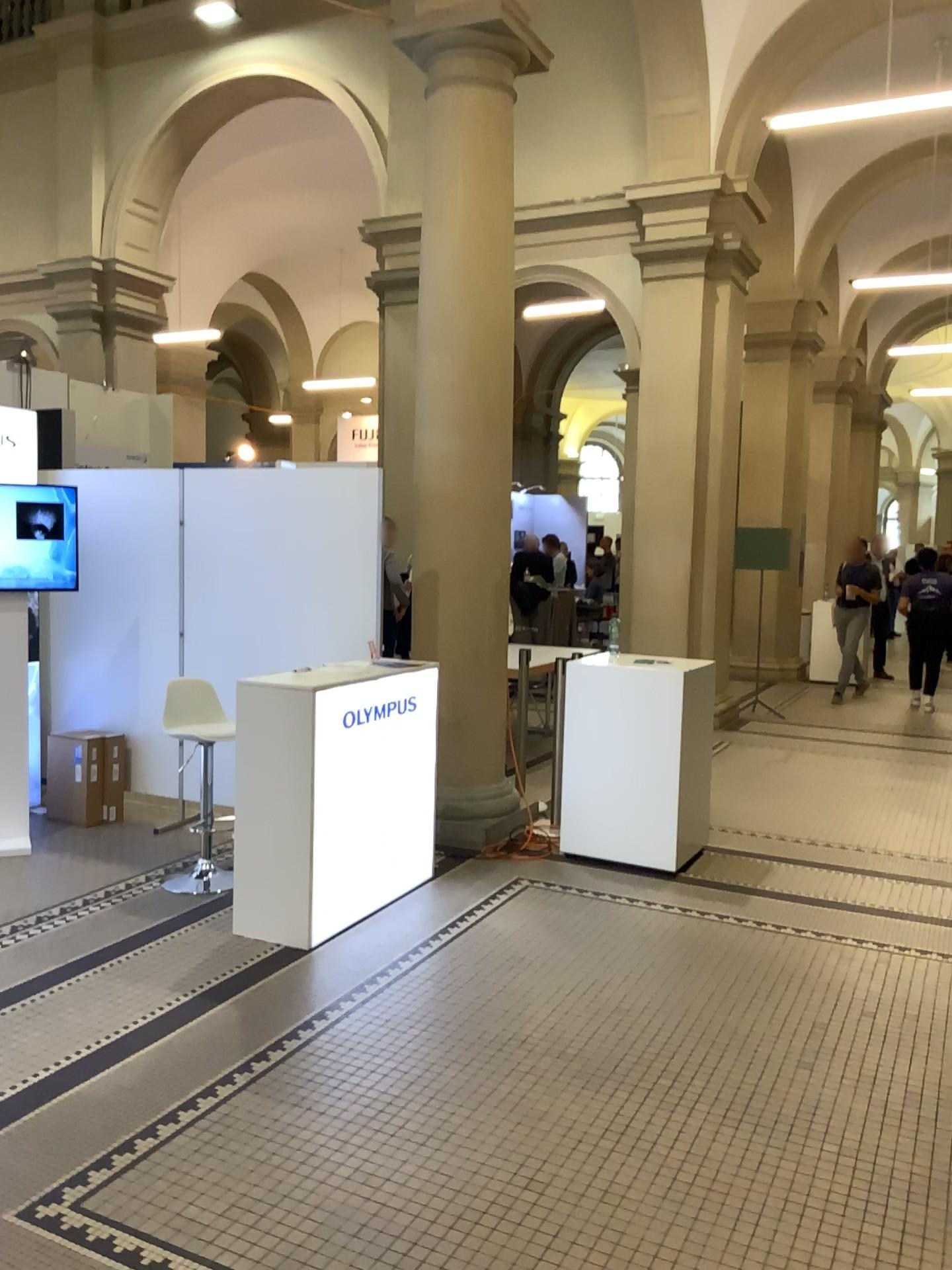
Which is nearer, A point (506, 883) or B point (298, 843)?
B point (298, 843)
